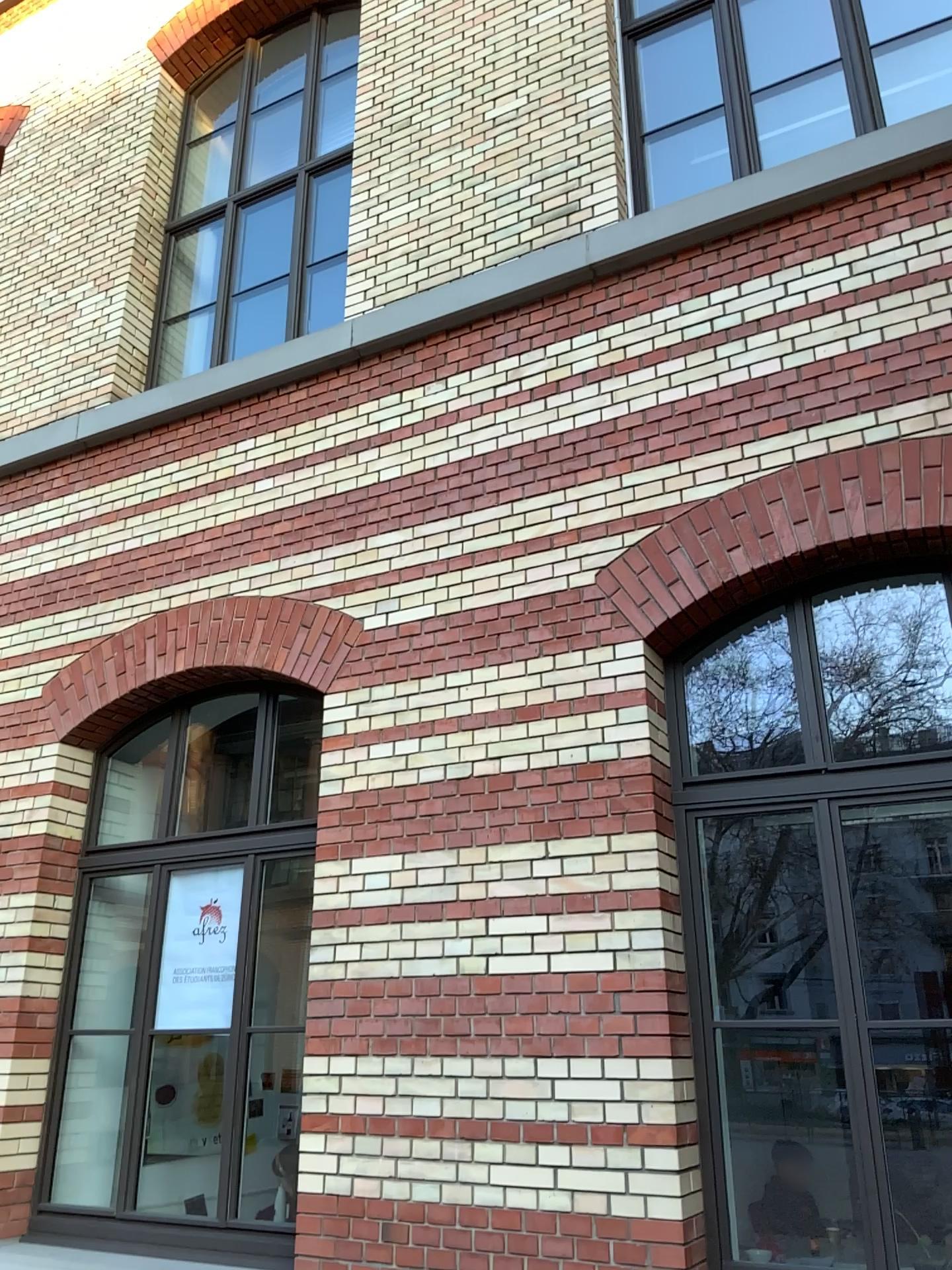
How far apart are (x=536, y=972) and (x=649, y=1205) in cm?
85
